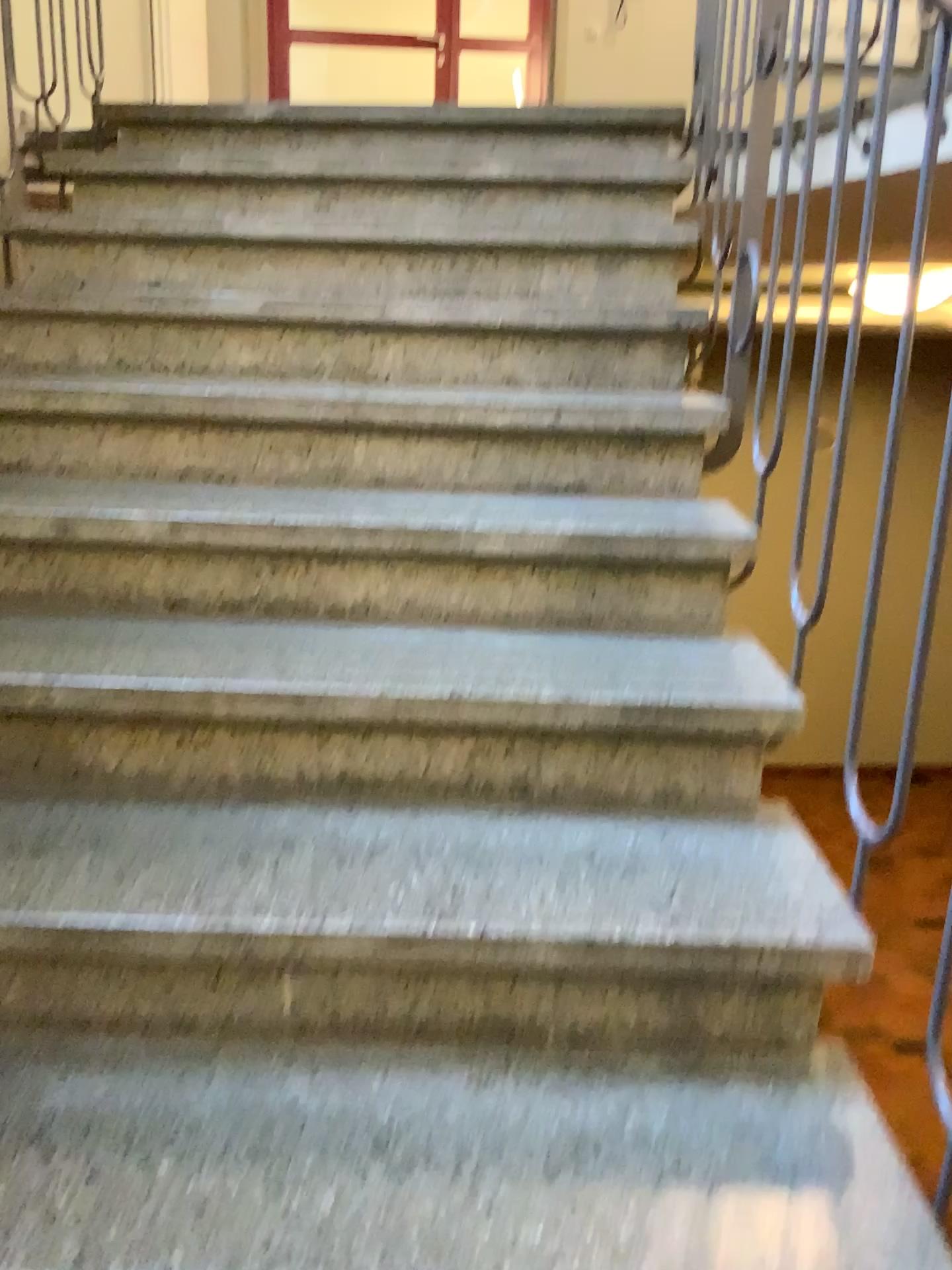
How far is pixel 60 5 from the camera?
3.1m

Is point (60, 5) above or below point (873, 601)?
above

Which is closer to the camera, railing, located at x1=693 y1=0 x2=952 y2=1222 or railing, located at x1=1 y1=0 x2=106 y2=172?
railing, located at x1=693 y1=0 x2=952 y2=1222

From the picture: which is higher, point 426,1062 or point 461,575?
point 461,575

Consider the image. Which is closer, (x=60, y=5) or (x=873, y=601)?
(x=873, y=601)

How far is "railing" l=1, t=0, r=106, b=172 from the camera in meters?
3.1 m
